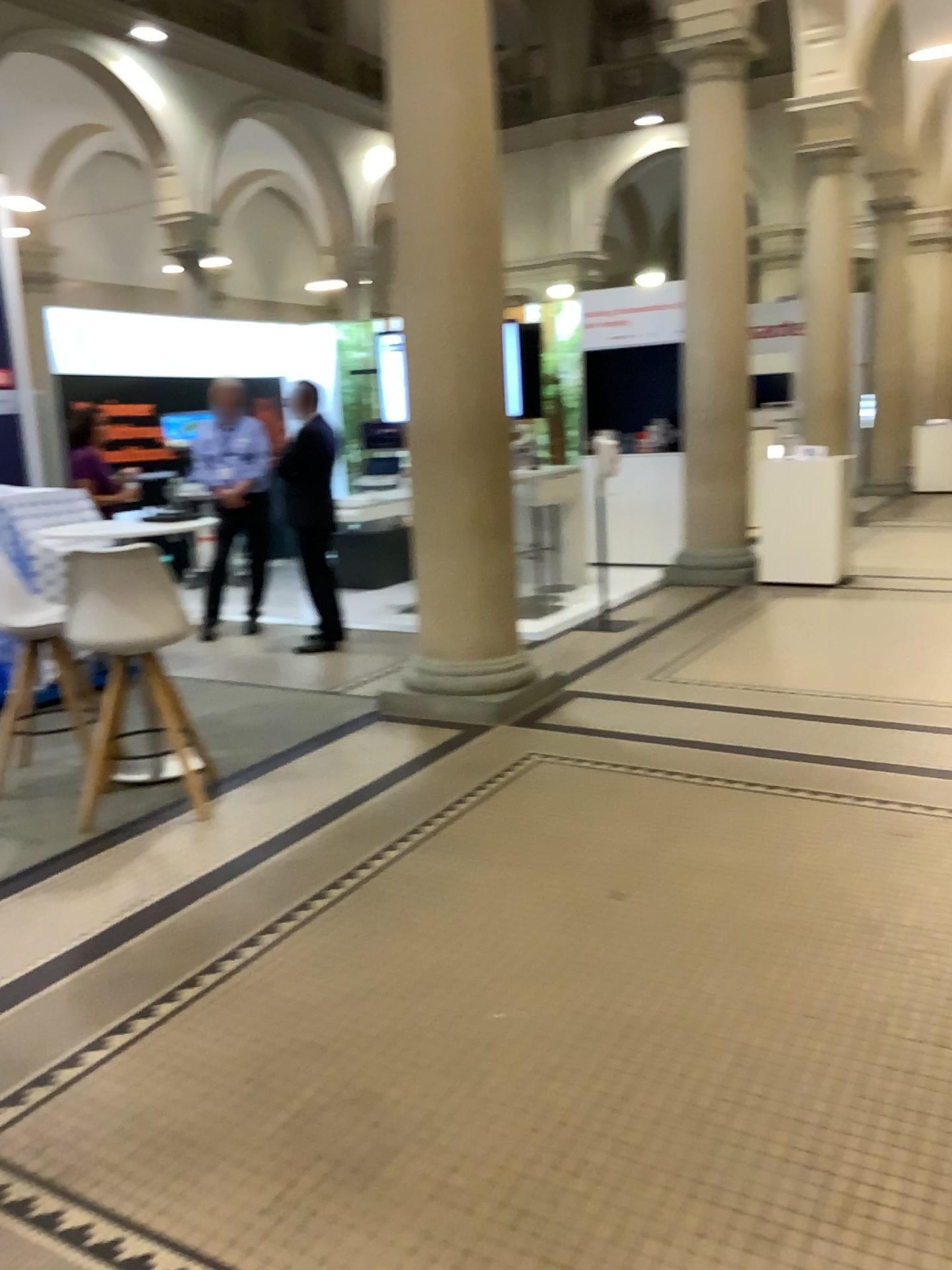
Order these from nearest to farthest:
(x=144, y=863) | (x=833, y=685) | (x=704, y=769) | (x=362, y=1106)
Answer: (x=362, y=1106) → (x=144, y=863) → (x=704, y=769) → (x=833, y=685)
